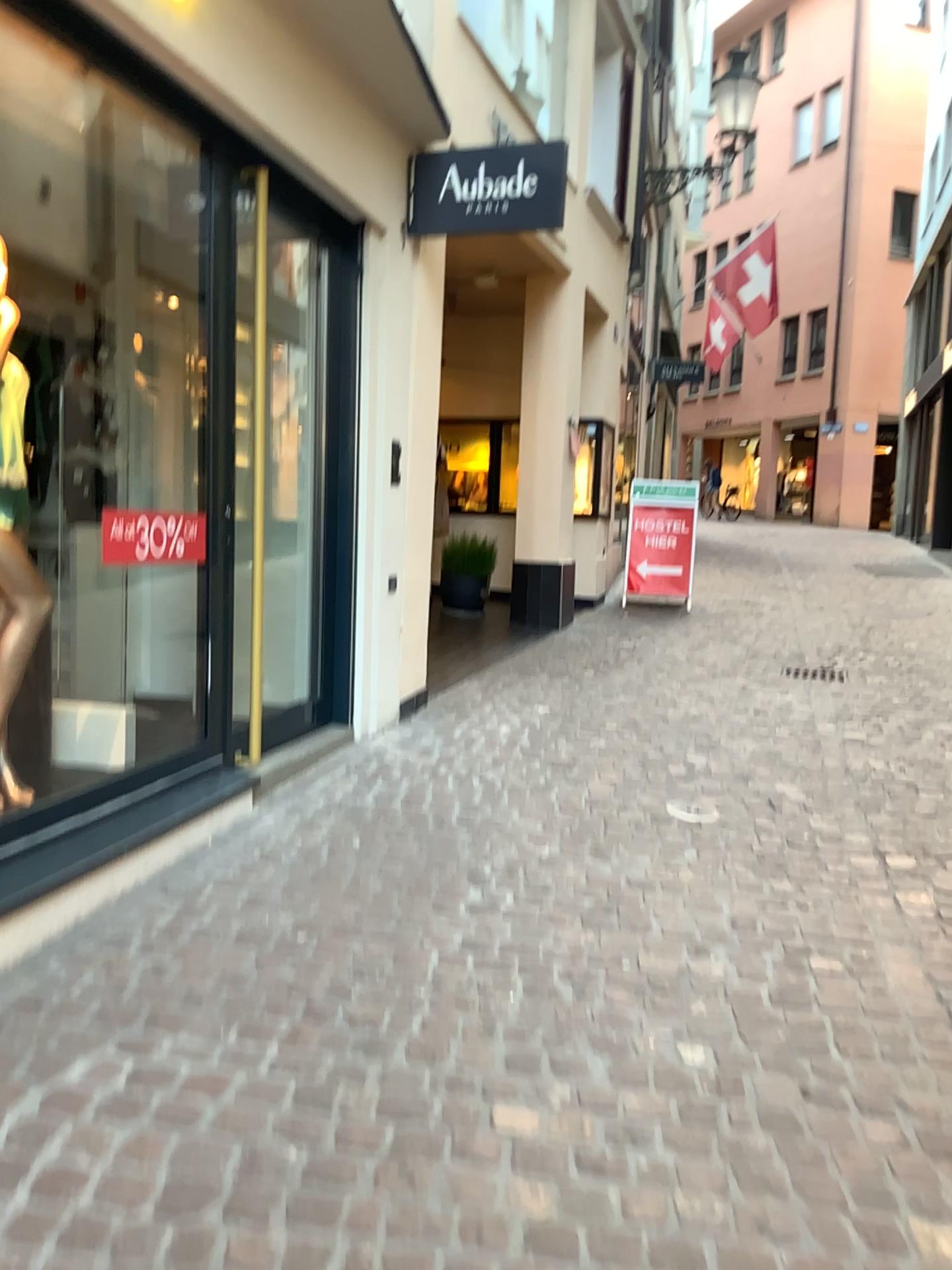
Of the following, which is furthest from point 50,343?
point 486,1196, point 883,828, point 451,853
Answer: point 883,828

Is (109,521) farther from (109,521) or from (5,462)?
(5,462)

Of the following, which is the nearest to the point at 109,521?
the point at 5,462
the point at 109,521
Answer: the point at 109,521
